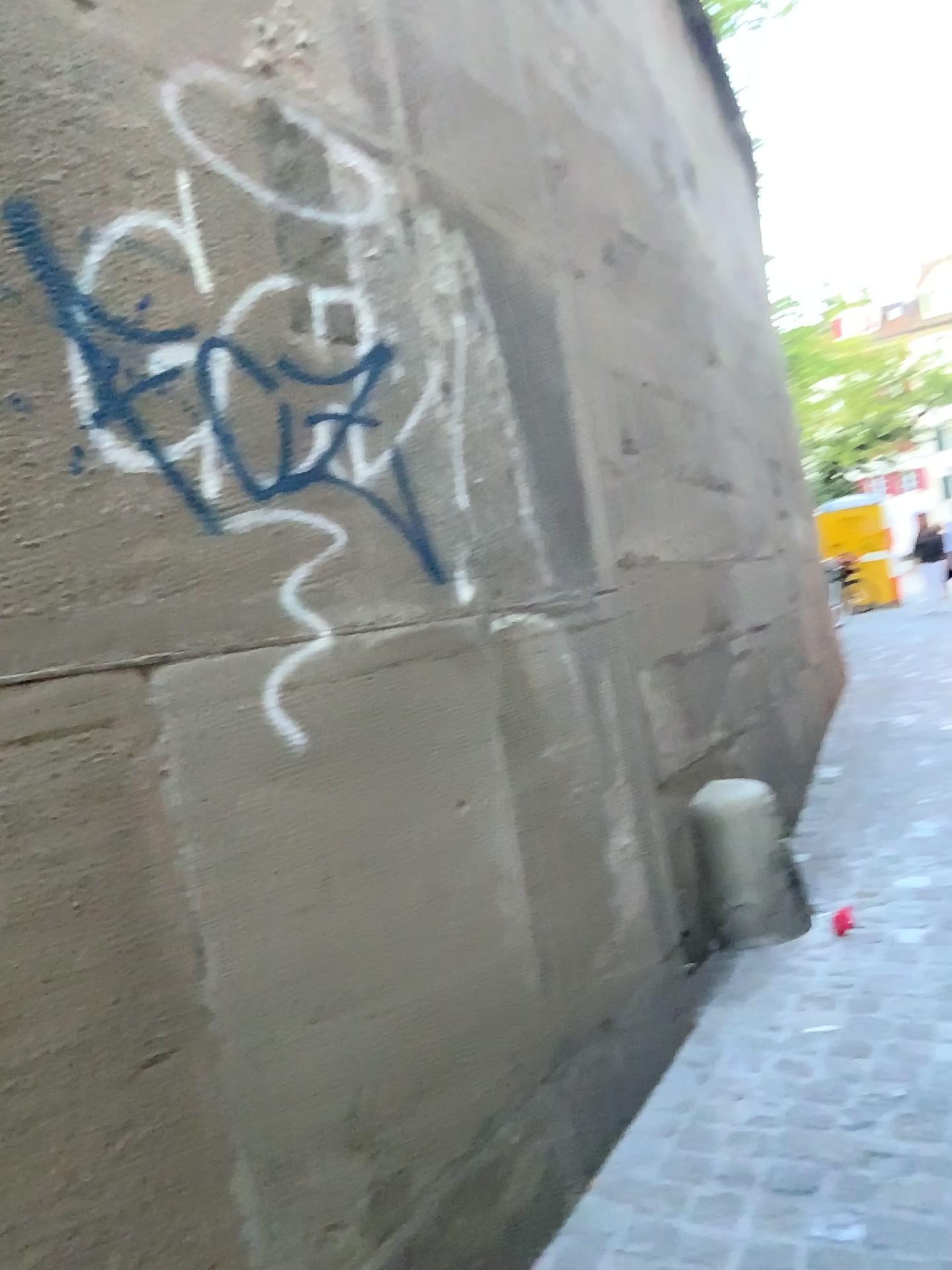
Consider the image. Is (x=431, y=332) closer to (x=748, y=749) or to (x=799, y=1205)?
(x=799, y=1205)

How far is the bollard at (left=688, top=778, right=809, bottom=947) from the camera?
3.13m

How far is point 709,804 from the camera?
3.1m
